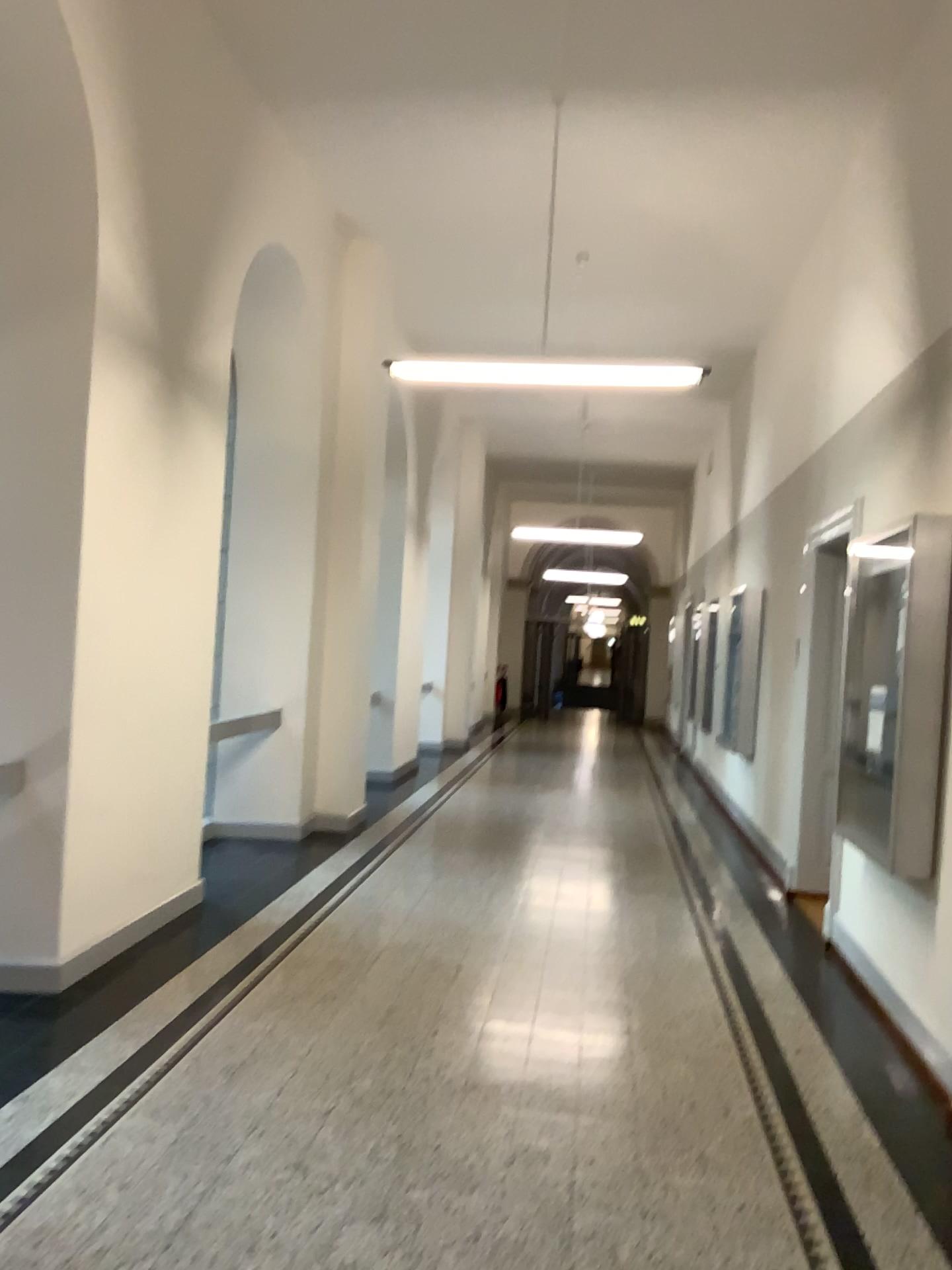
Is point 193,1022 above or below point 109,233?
below
